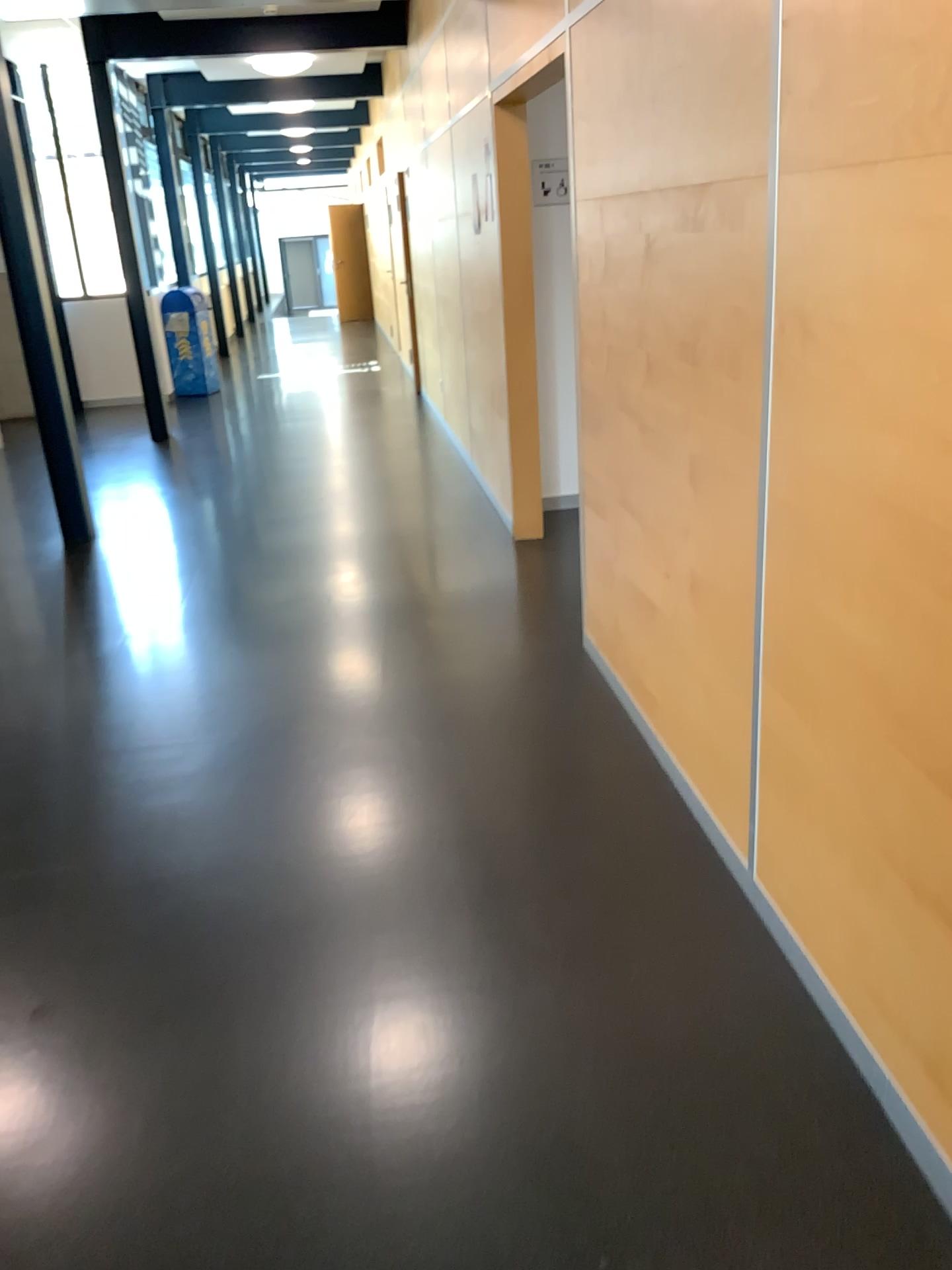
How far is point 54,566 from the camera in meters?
5.5 m
